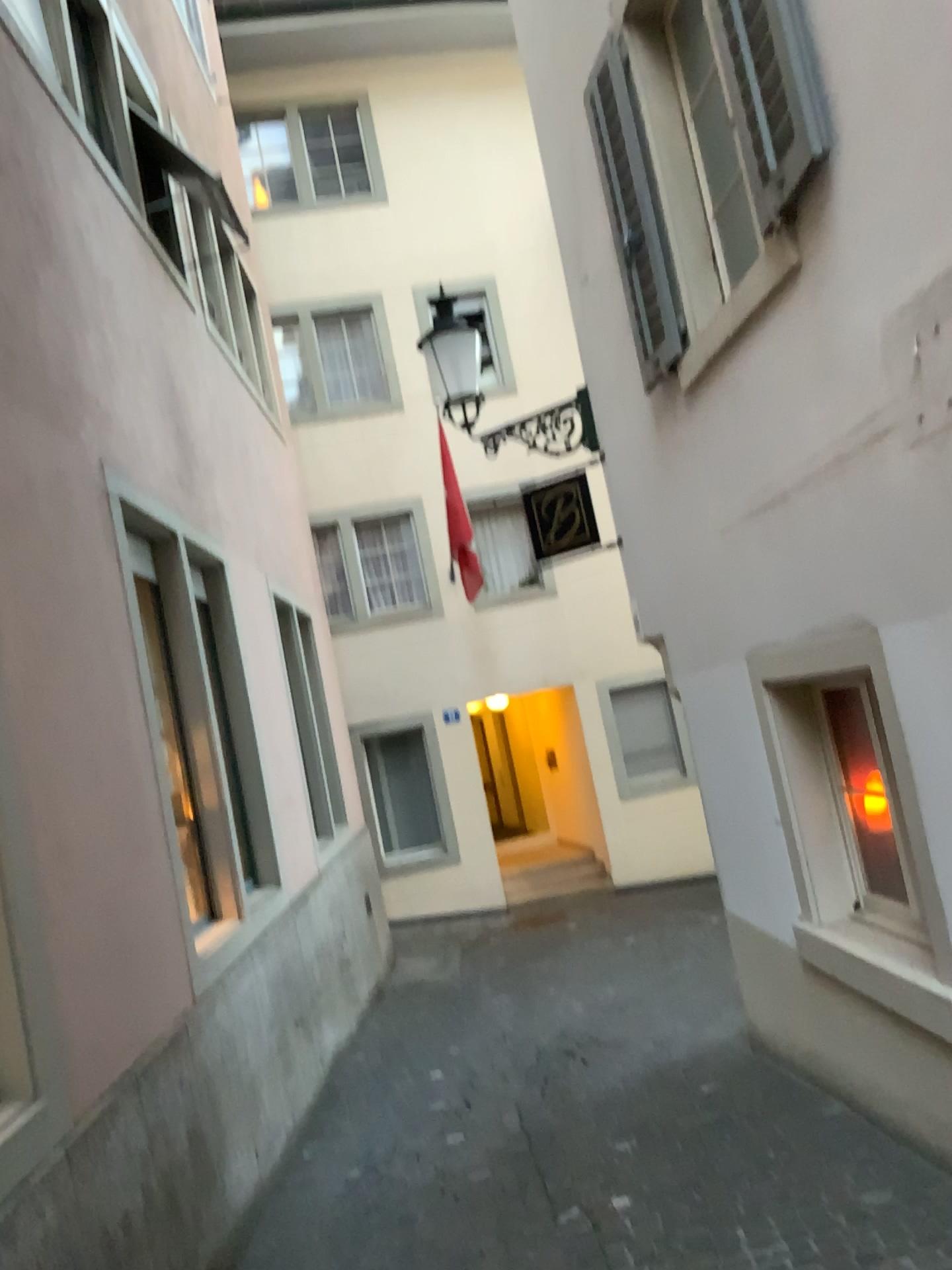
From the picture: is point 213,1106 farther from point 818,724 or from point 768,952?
point 818,724
